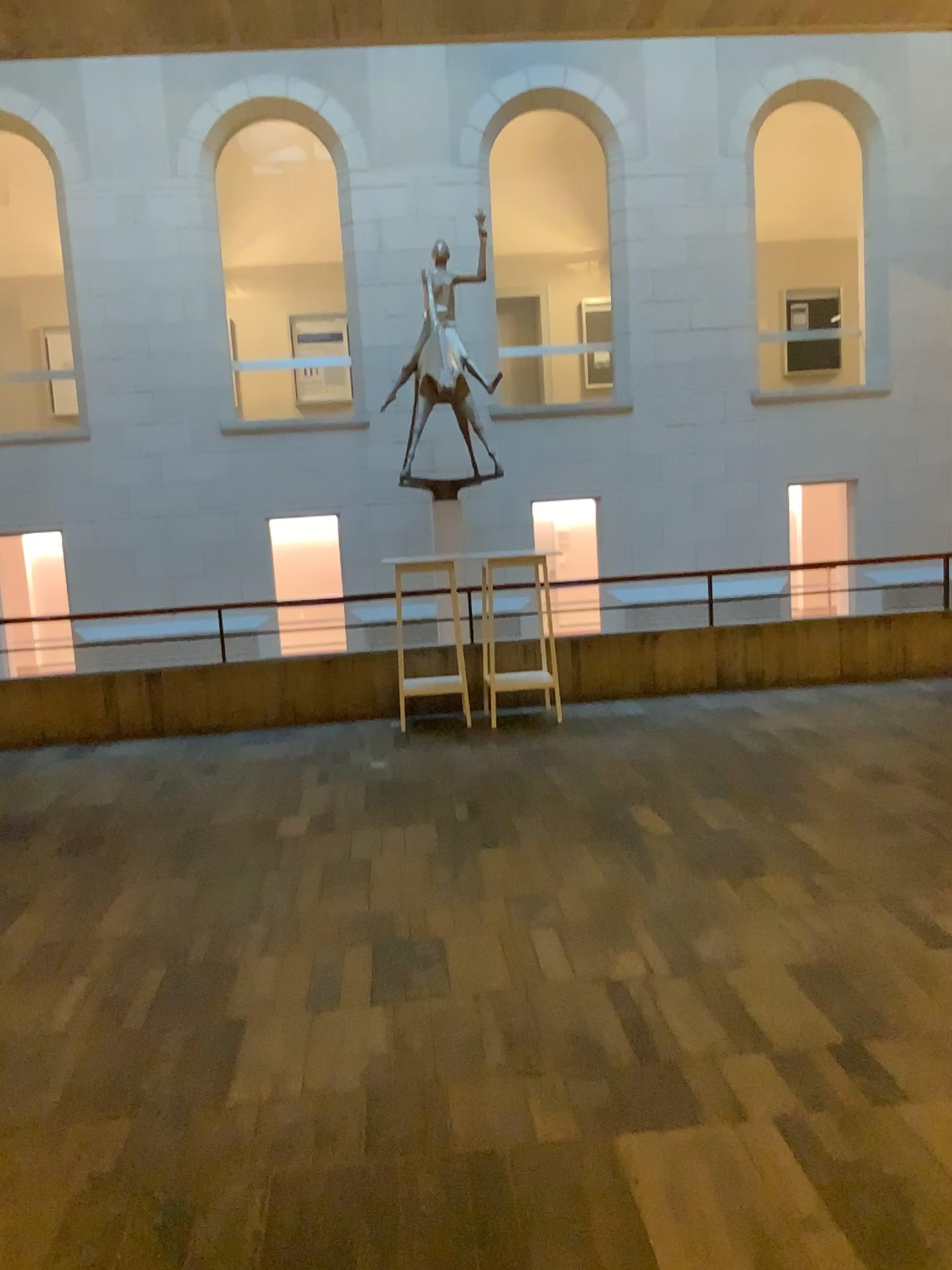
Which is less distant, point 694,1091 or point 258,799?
point 694,1091
